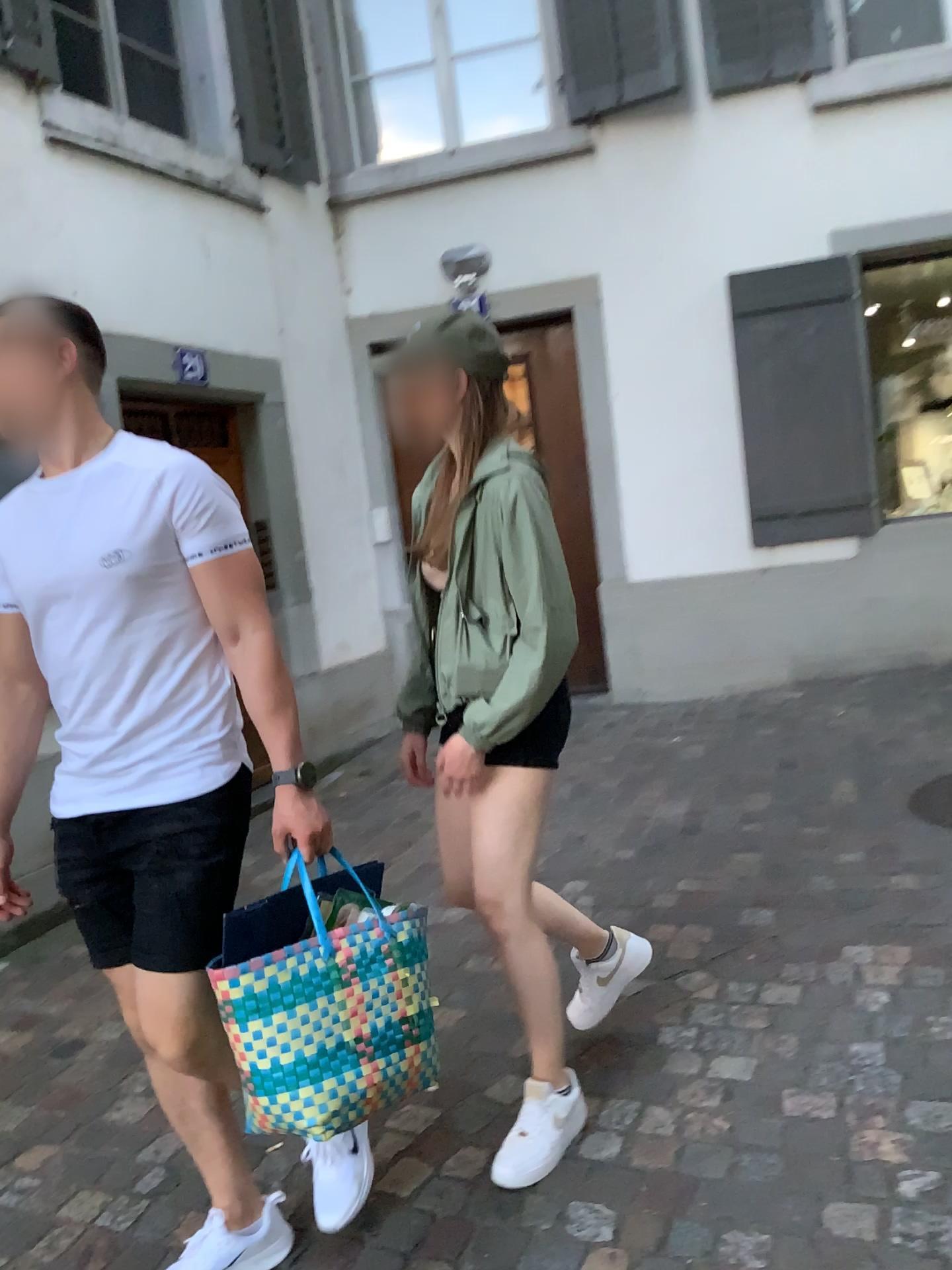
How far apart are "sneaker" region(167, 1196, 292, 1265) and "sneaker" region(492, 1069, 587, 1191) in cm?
40

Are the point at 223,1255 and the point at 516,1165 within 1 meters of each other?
yes

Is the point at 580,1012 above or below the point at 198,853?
below

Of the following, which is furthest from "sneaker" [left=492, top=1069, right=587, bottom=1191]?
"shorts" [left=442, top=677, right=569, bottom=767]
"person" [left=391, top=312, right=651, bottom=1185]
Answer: "shorts" [left=442, top=677, right=569, bottom=767]

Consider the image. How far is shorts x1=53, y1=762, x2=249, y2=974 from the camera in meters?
1.7 m

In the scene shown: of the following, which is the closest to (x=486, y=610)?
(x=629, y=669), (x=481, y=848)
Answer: (x=481, y=848)

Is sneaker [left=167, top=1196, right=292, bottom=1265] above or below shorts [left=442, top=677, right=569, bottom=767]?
below

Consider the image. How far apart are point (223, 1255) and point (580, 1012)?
0.9m

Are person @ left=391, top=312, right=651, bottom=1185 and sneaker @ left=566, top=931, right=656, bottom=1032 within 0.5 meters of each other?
yes

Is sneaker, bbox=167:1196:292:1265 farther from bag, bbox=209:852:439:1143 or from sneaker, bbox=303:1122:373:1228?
bag, bbox=209:852:439:1143
